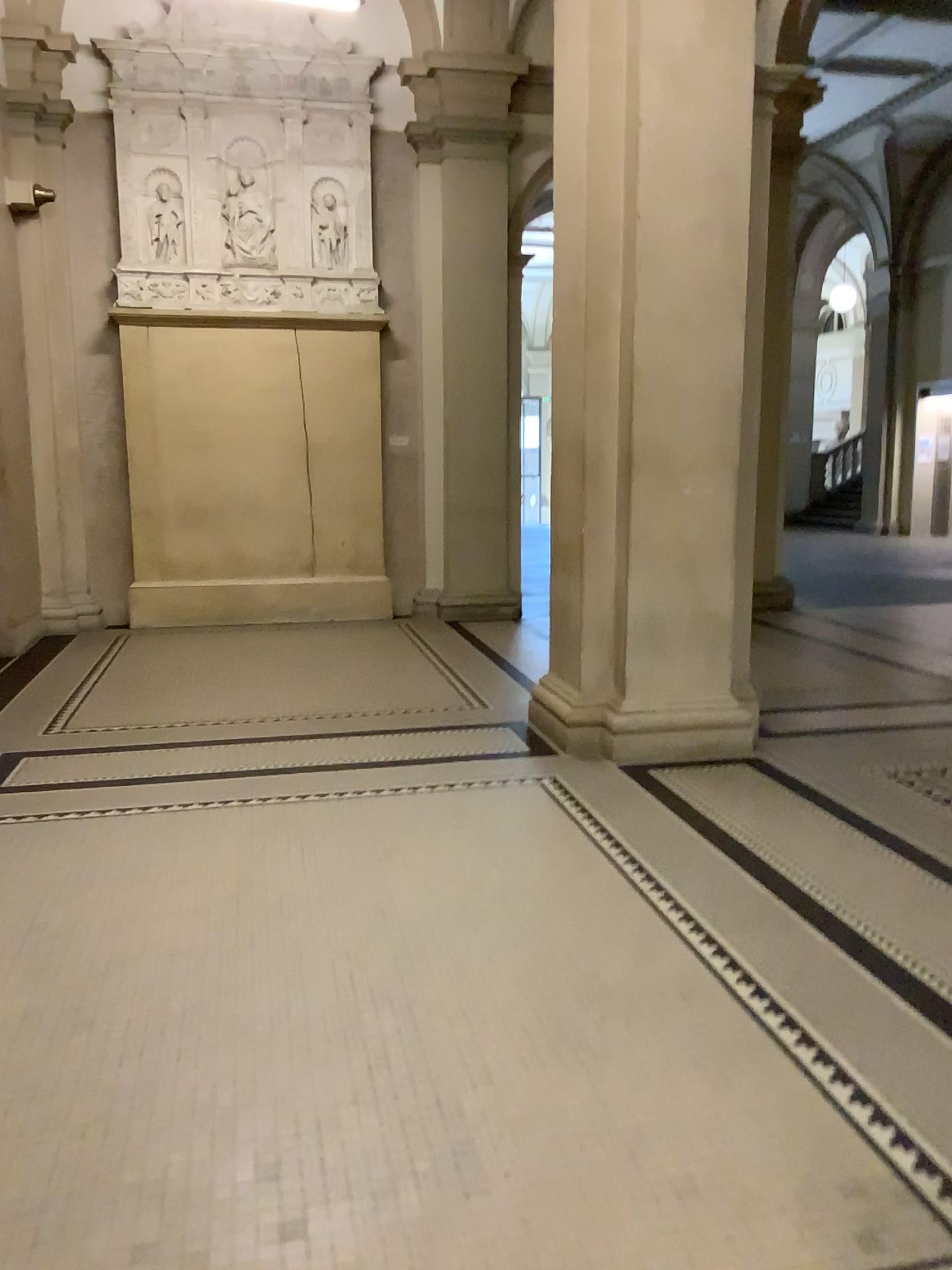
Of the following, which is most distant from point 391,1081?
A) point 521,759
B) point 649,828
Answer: point 521,759
